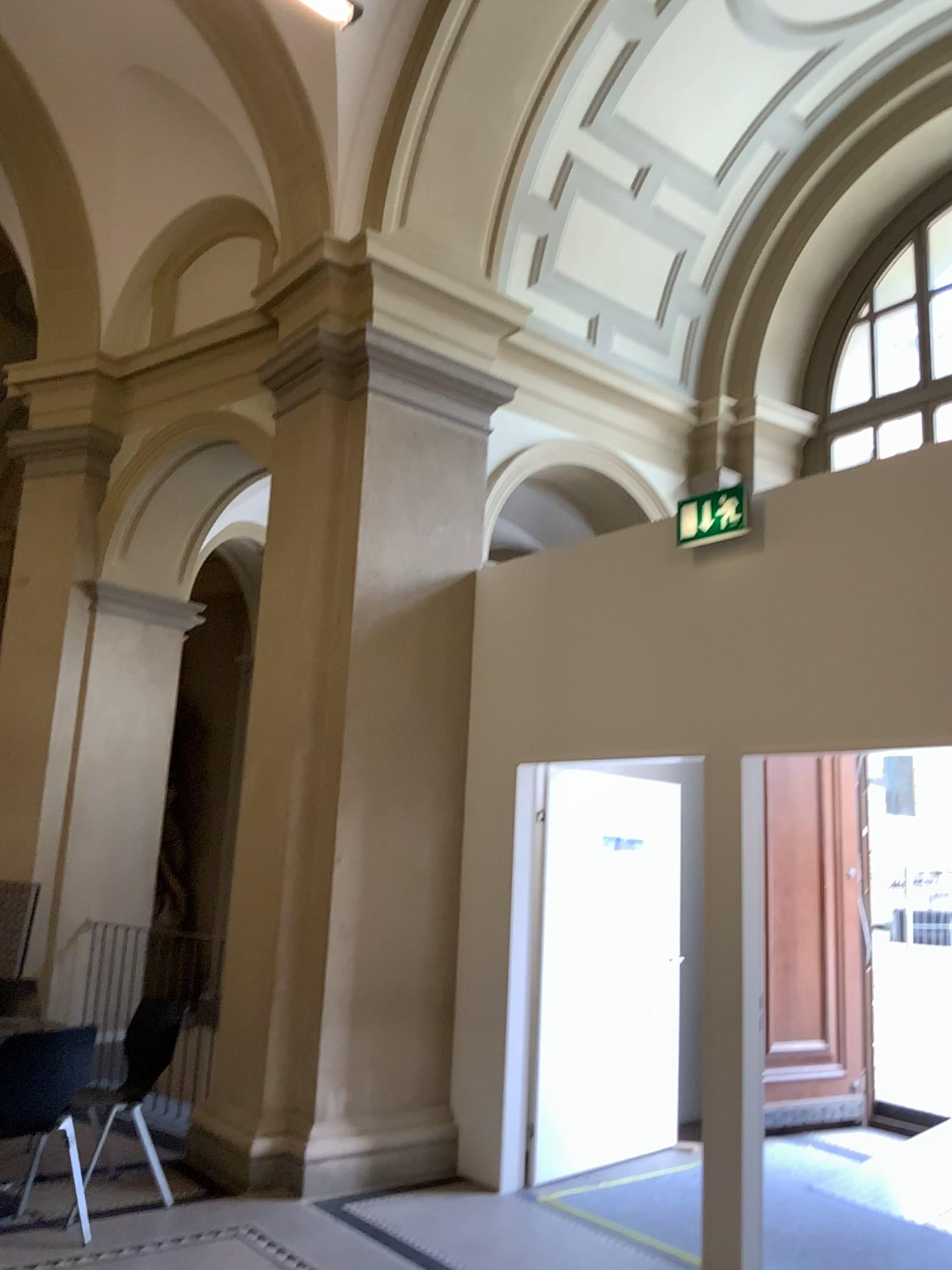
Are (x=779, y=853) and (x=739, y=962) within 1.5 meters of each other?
no

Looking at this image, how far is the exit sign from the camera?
4.5m

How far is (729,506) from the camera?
4.5m
